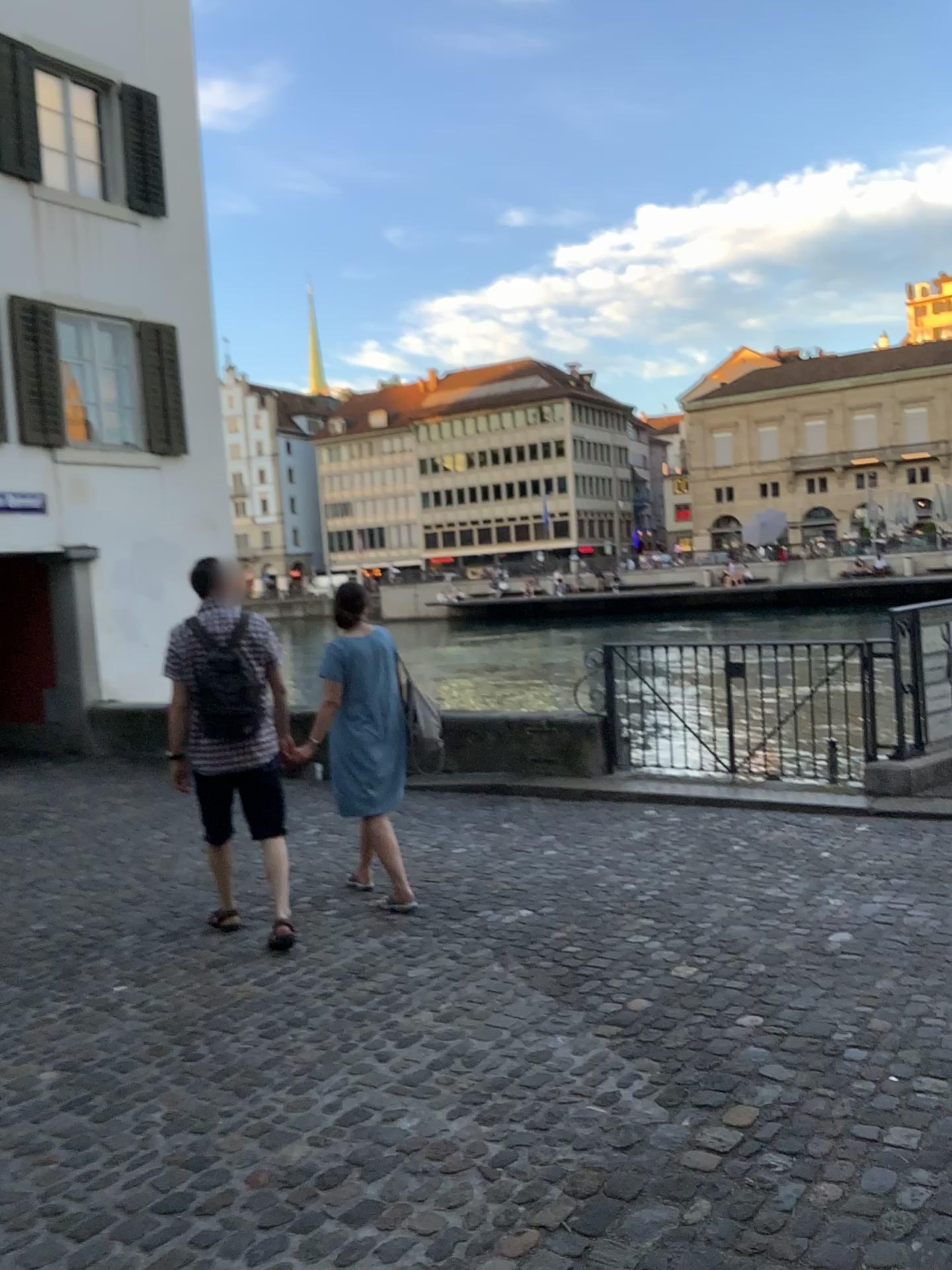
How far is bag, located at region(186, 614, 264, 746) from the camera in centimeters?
455cm

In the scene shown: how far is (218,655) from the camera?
4.6 meters

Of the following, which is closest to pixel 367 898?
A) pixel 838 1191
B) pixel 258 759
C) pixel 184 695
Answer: pixel 258 759
